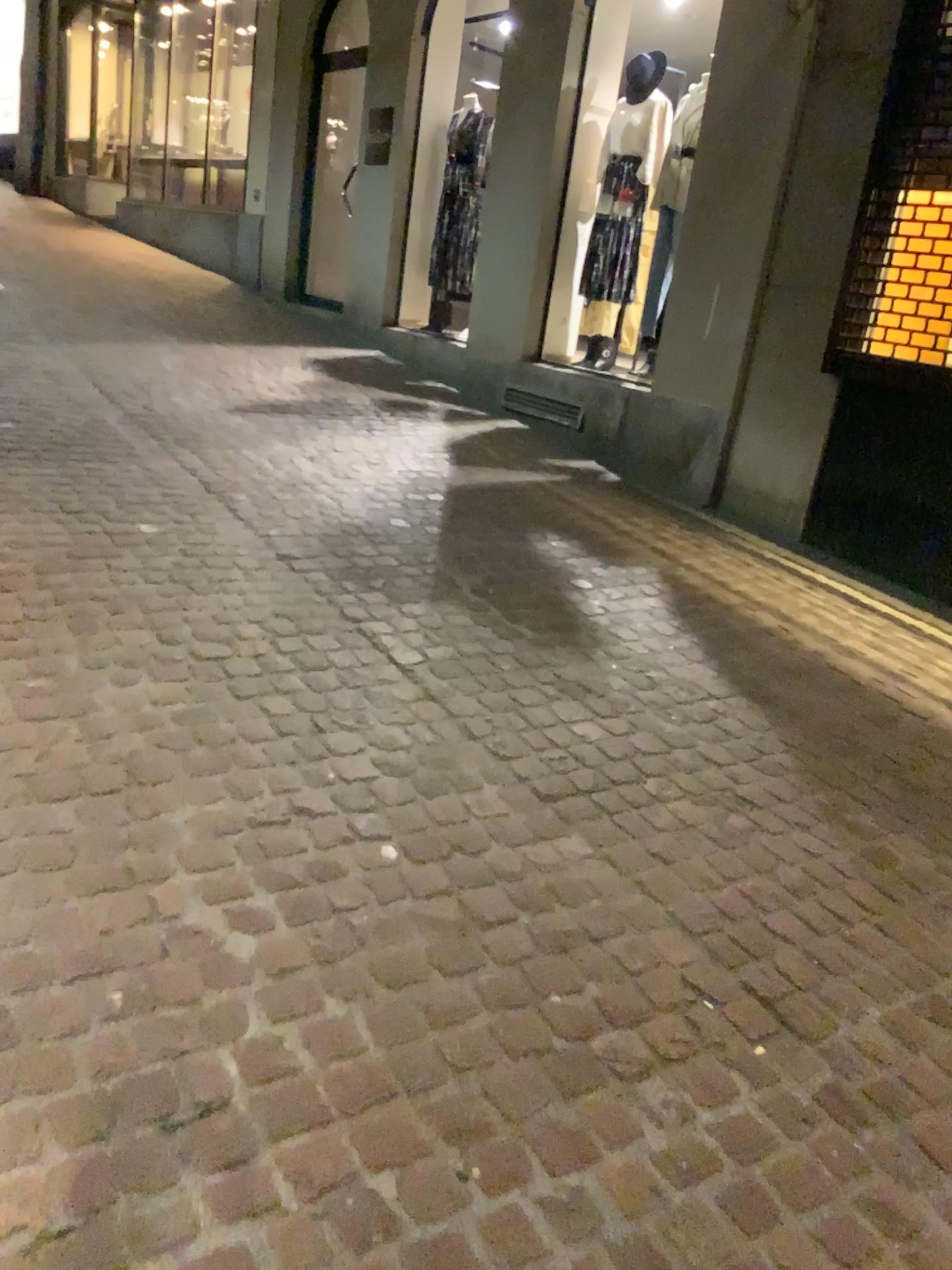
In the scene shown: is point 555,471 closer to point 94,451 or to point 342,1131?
point 94,451
